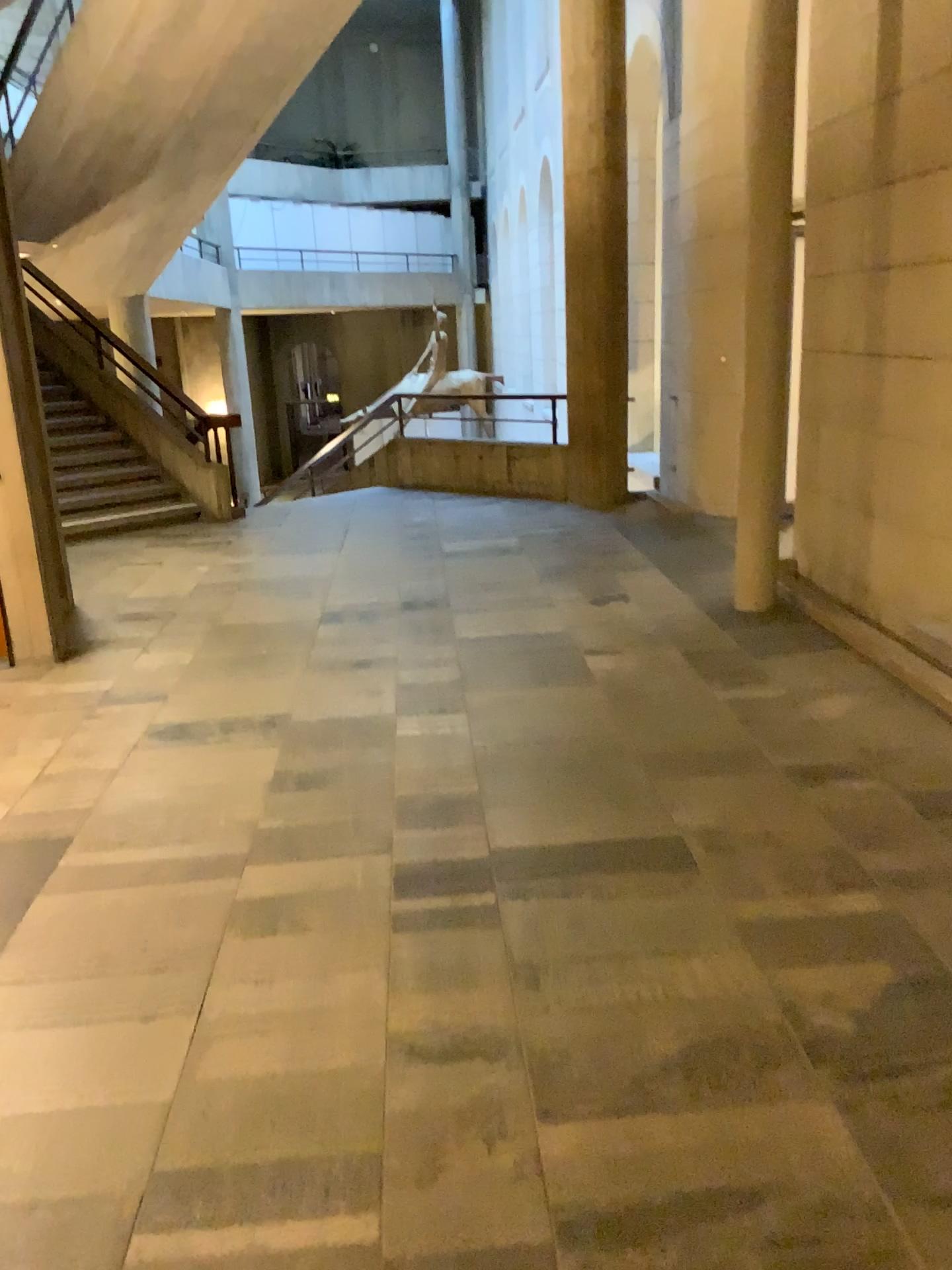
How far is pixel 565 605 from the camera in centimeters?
592cm
